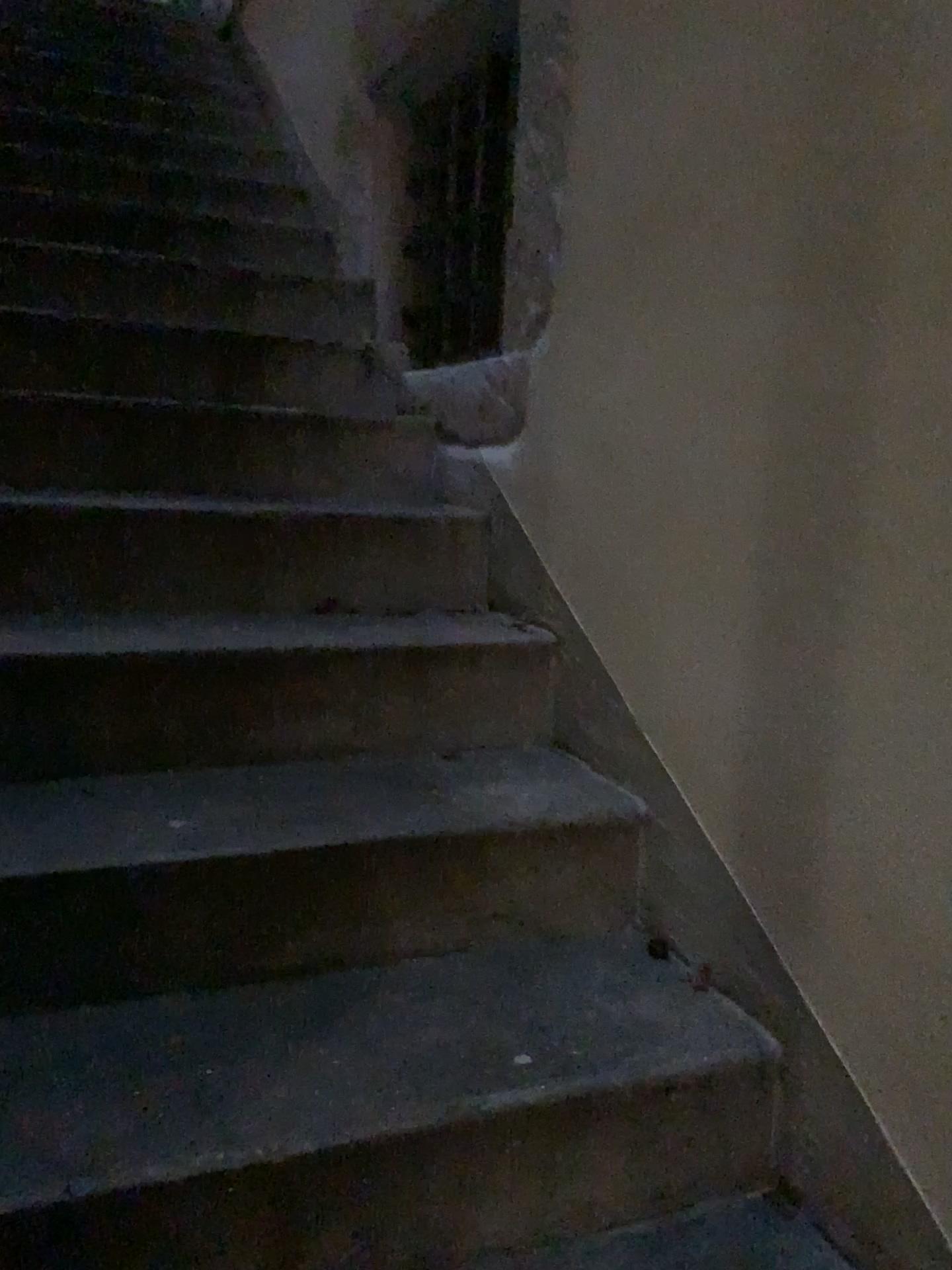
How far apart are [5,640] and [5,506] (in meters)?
0.36

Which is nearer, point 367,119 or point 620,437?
point 620,437

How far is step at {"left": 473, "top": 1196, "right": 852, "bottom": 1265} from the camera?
1.2 meters

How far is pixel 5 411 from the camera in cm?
202

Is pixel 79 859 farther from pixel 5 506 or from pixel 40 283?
pixel 40 283

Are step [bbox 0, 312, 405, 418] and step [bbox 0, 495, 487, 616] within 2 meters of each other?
yes

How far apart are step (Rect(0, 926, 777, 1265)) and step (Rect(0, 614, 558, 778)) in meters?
0.4 m

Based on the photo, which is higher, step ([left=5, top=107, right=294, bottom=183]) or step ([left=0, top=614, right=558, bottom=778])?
step ([left=5, top=107, right=294, bottom=183])

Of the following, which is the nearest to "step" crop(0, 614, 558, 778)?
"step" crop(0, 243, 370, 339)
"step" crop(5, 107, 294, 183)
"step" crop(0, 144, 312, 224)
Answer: "step" crop(0, 243, 370, 339)

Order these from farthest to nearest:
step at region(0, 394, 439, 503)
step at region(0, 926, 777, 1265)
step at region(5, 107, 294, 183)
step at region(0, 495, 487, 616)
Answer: → step at region(5, 107, 294, 183), step at region(0, 394, 439, 503), step at region(0, 495, 487, 616), step at region(0, 926, 777, 1265)
